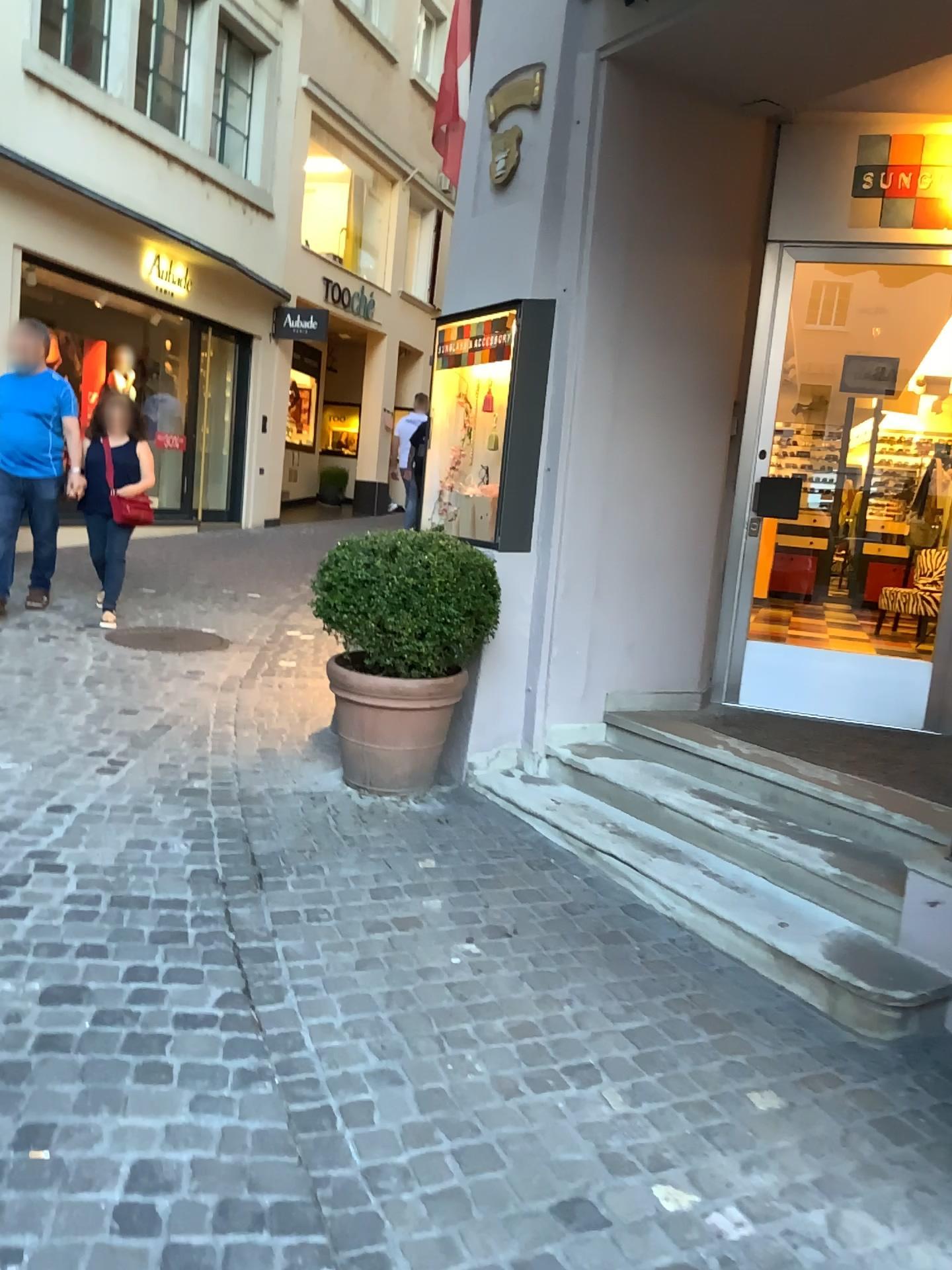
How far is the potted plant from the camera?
3.8m

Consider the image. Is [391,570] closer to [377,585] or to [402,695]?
[377,585]

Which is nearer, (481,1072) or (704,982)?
(481,1072)

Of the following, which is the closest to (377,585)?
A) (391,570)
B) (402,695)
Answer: (391,570)

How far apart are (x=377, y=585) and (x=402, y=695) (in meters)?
0.43

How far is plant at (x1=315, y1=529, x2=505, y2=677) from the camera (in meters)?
3.79

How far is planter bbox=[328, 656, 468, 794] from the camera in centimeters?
393cm
